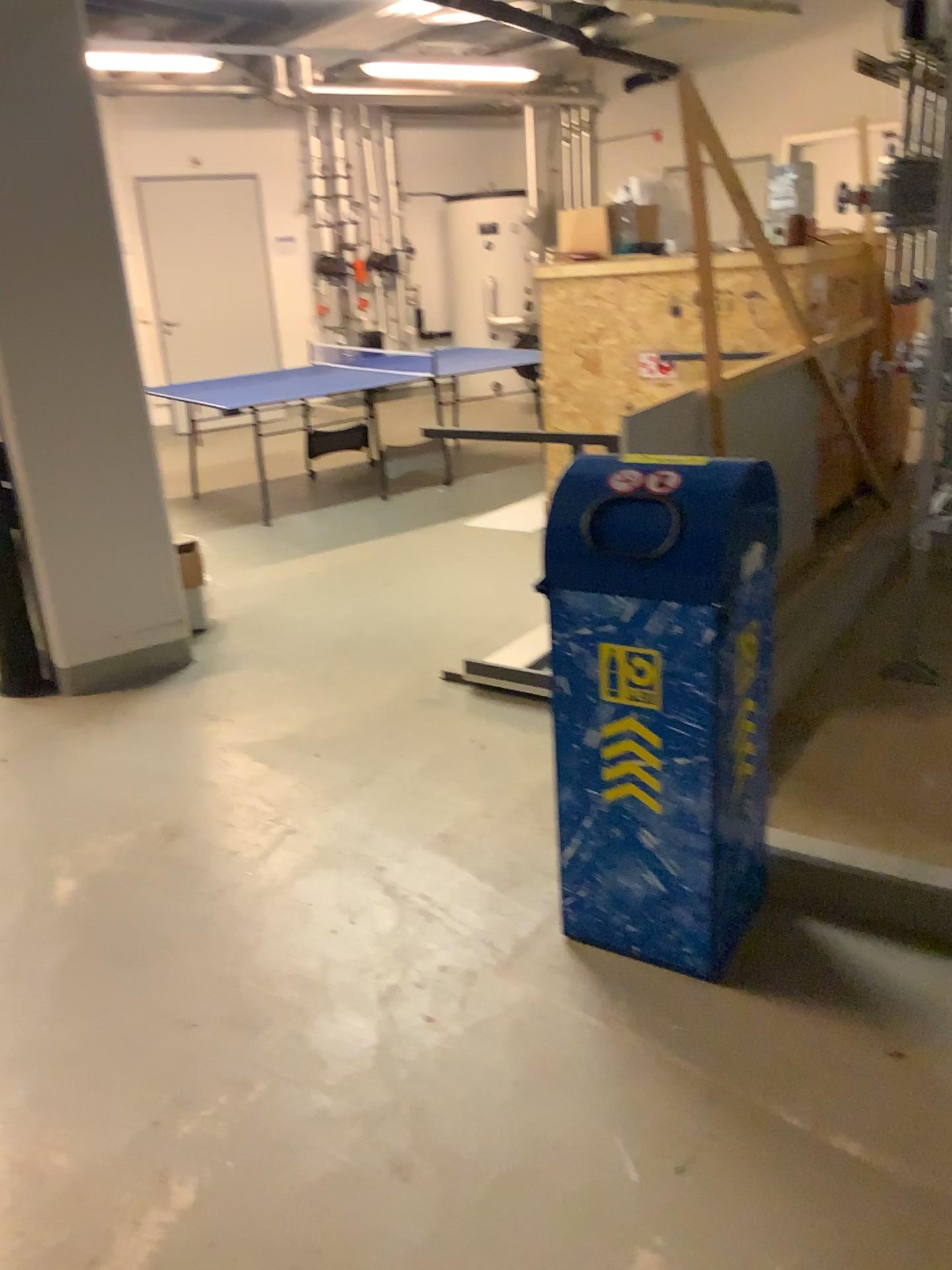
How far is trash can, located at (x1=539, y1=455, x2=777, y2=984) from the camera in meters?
2.0

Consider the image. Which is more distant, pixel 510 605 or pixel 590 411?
pixel 590 411

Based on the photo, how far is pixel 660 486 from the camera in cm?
201
